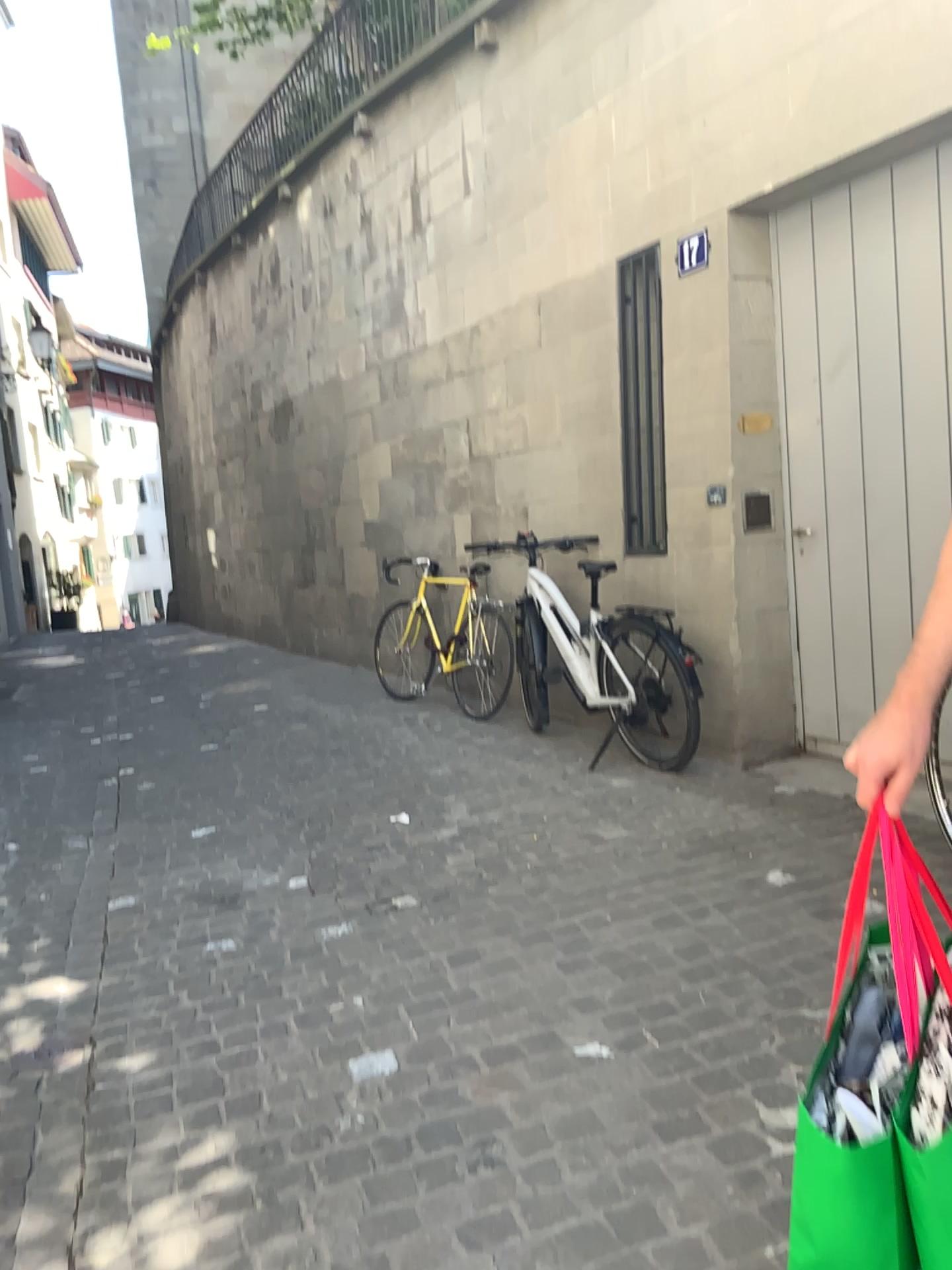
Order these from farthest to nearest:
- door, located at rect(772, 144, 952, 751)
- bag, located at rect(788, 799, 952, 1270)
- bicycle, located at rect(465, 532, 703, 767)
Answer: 1. bicycle, located at rect(465, 532, 703, 767)
2. door, located at rect(772, 144, 952, 751)
3. bag, located at rect(788, 799, 952, 1270)

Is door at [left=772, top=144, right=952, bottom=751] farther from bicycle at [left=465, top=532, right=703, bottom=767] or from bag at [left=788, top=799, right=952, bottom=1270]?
bag at [left=788, top=799, right=952, bottom=1270]

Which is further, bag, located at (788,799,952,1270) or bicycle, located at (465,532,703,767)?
bicycle, located at (465,532,703,767)

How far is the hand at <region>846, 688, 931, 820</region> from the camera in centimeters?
131cm

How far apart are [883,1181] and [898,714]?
0.6 meters

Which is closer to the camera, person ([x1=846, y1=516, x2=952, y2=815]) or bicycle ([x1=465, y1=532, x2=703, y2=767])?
person ([x1=846, y1=516, x2=952, y2=815])

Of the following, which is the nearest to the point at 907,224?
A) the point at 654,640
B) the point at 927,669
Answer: the point at 654,640

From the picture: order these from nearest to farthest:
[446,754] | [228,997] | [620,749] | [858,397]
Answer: [228,997], [858,397], [620,749], [446,754]

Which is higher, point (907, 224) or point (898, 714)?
point (907, 224)

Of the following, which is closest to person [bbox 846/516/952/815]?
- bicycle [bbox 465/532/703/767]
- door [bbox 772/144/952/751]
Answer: A: door [bbox 772/144/952/751]
